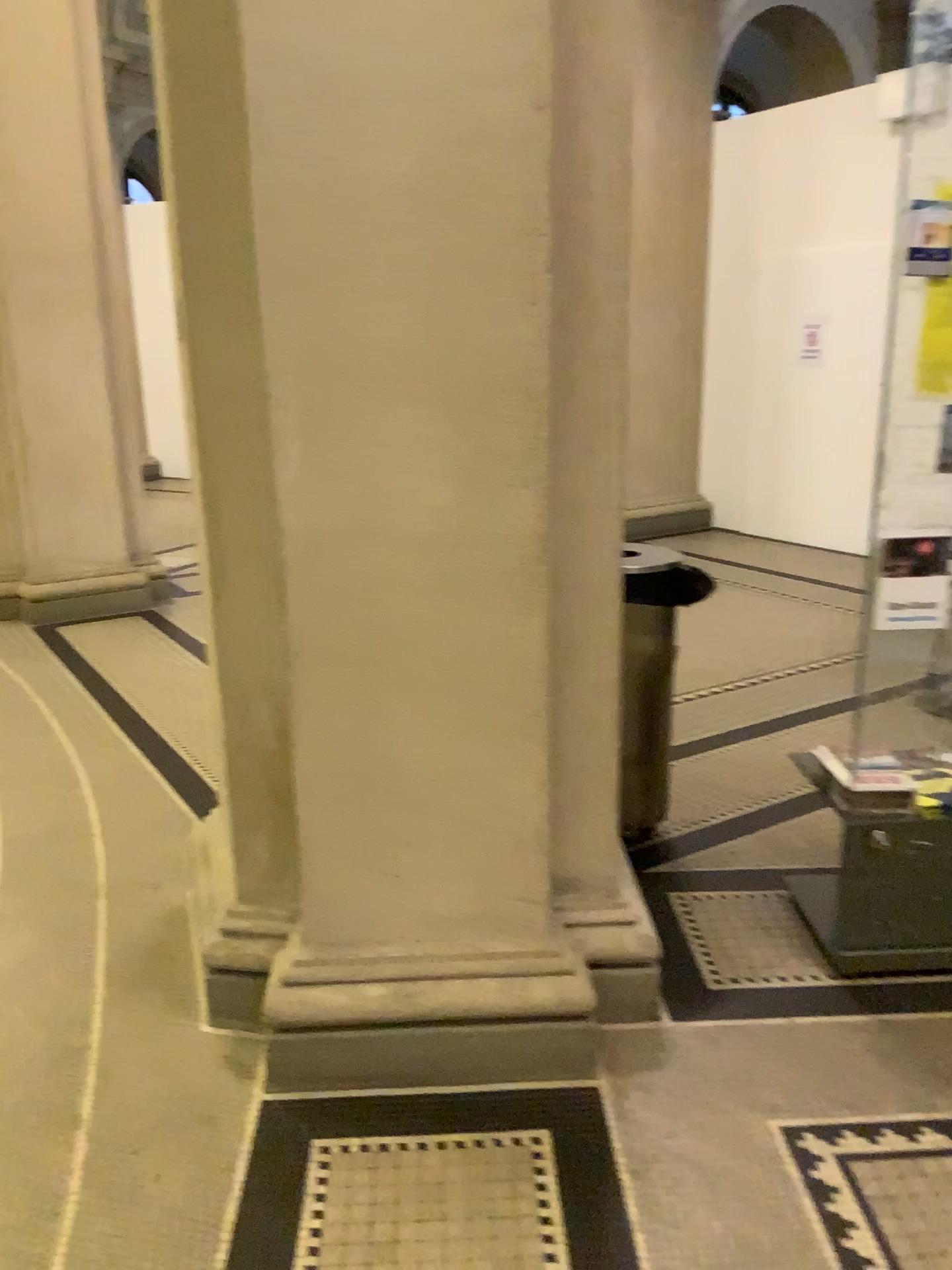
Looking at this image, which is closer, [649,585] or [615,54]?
[615,54]

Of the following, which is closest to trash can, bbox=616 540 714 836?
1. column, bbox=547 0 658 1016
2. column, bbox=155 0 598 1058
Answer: column, bbox=547 0 658 1016

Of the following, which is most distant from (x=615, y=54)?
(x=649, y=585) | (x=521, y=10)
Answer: (x=649, y=585)

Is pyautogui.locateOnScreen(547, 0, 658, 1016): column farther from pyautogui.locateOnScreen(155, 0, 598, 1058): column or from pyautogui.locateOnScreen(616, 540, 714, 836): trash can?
pyautogui.locateOnScreen(616, 540, 714, 836): trash can

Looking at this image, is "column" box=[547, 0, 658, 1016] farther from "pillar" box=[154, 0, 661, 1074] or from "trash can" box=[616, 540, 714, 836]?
"trash can" box=[616, 540, 714, 836]

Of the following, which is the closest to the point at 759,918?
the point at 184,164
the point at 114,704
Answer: the point at 184,164

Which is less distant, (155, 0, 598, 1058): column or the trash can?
Answer: (155, 0, 598, 1058): column

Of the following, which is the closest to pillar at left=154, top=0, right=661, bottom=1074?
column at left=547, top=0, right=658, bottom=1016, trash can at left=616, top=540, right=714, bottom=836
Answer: column at left=547, top=0, right=658, bottom=1016

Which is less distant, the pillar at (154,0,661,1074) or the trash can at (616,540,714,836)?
the pillar at (154,0,661,1074)

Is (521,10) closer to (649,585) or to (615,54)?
(615,54)
